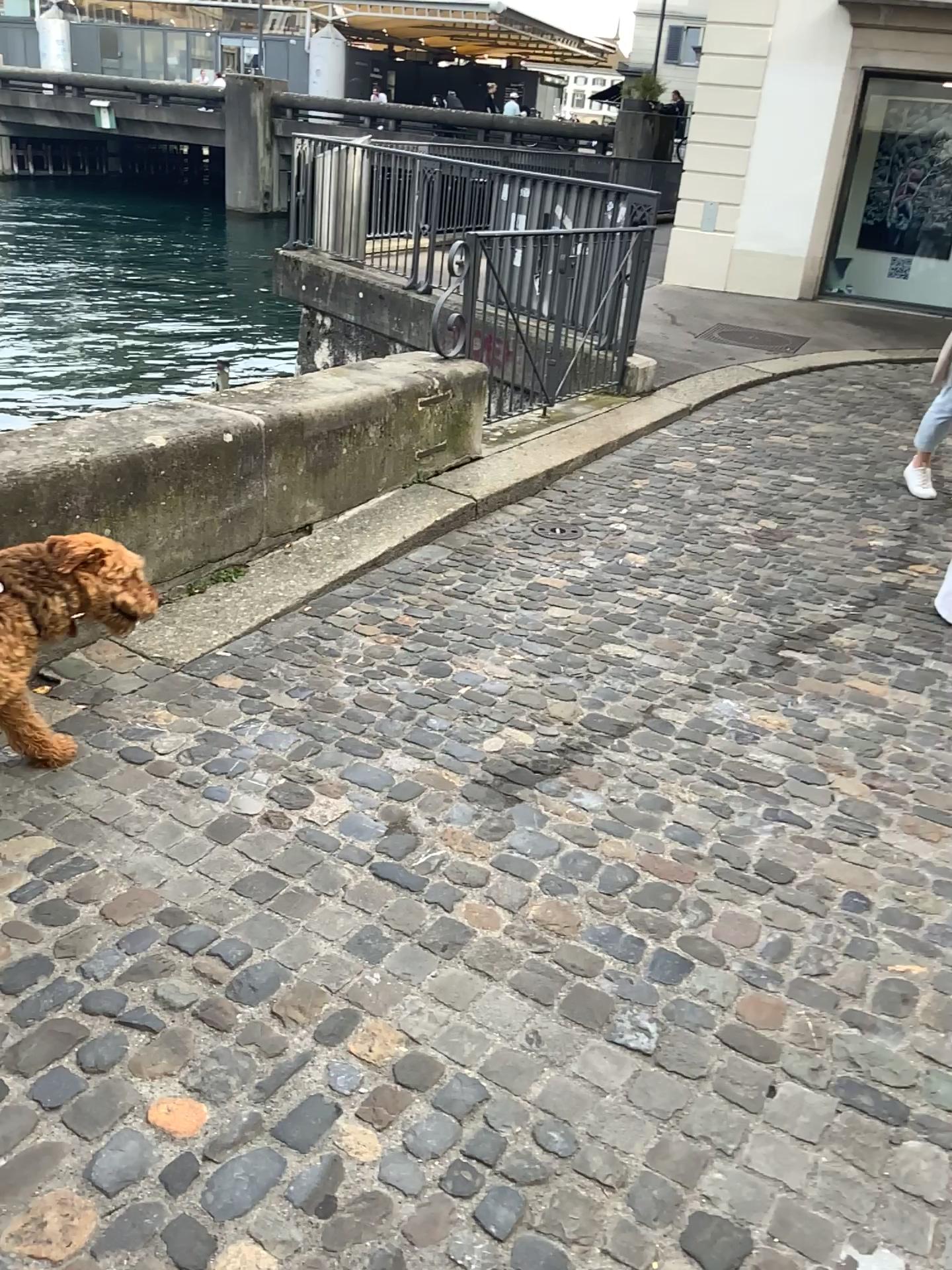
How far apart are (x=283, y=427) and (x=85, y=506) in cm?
97

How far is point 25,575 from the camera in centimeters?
247cm

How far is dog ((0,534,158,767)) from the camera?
2.47m
